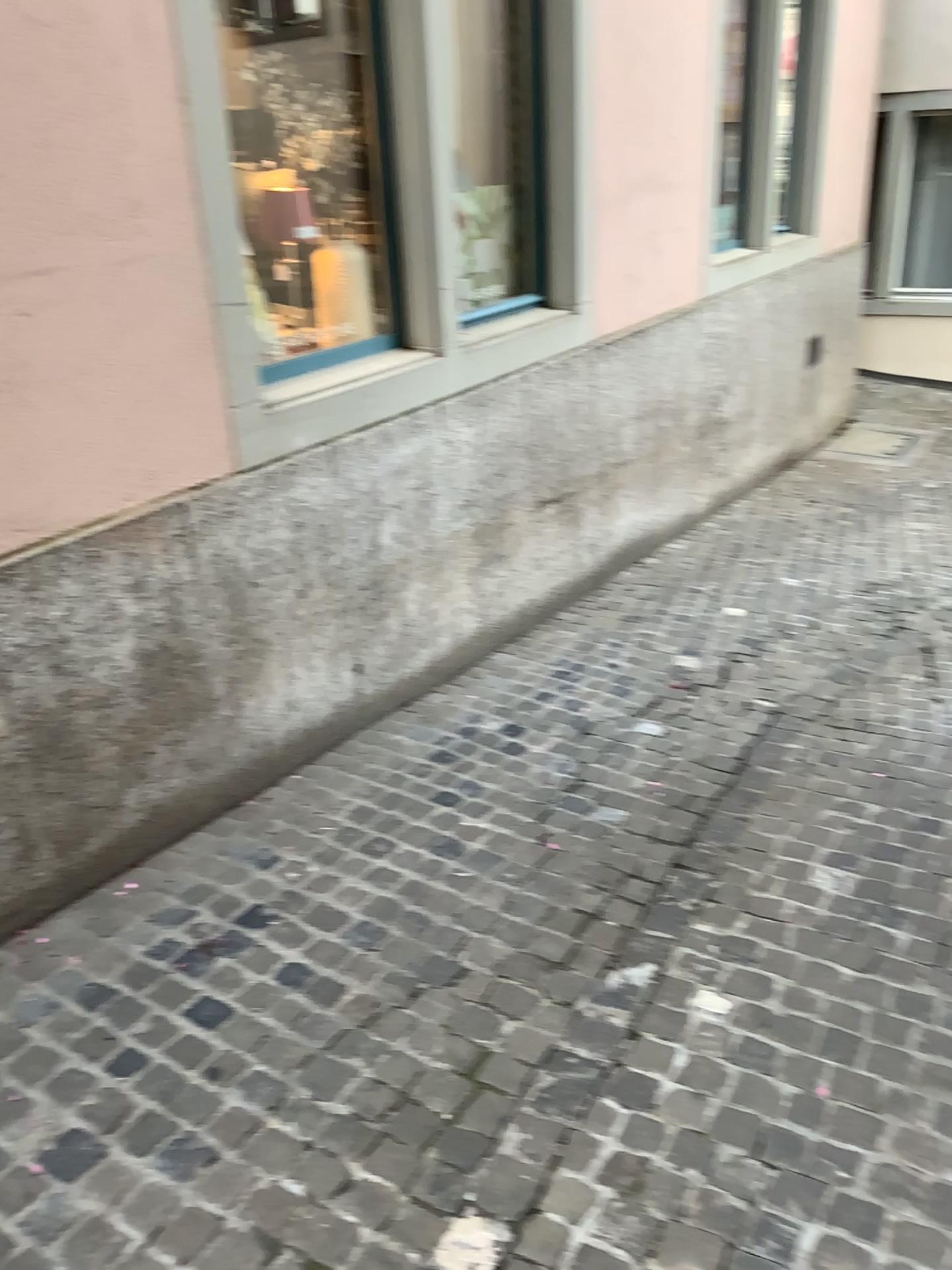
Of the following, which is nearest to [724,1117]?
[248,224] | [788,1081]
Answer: [788,1081]

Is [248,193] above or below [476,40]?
below

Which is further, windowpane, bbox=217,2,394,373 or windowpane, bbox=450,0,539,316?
windowpane, bbox=450,0,539,316

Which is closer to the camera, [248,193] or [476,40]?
[248,193]
